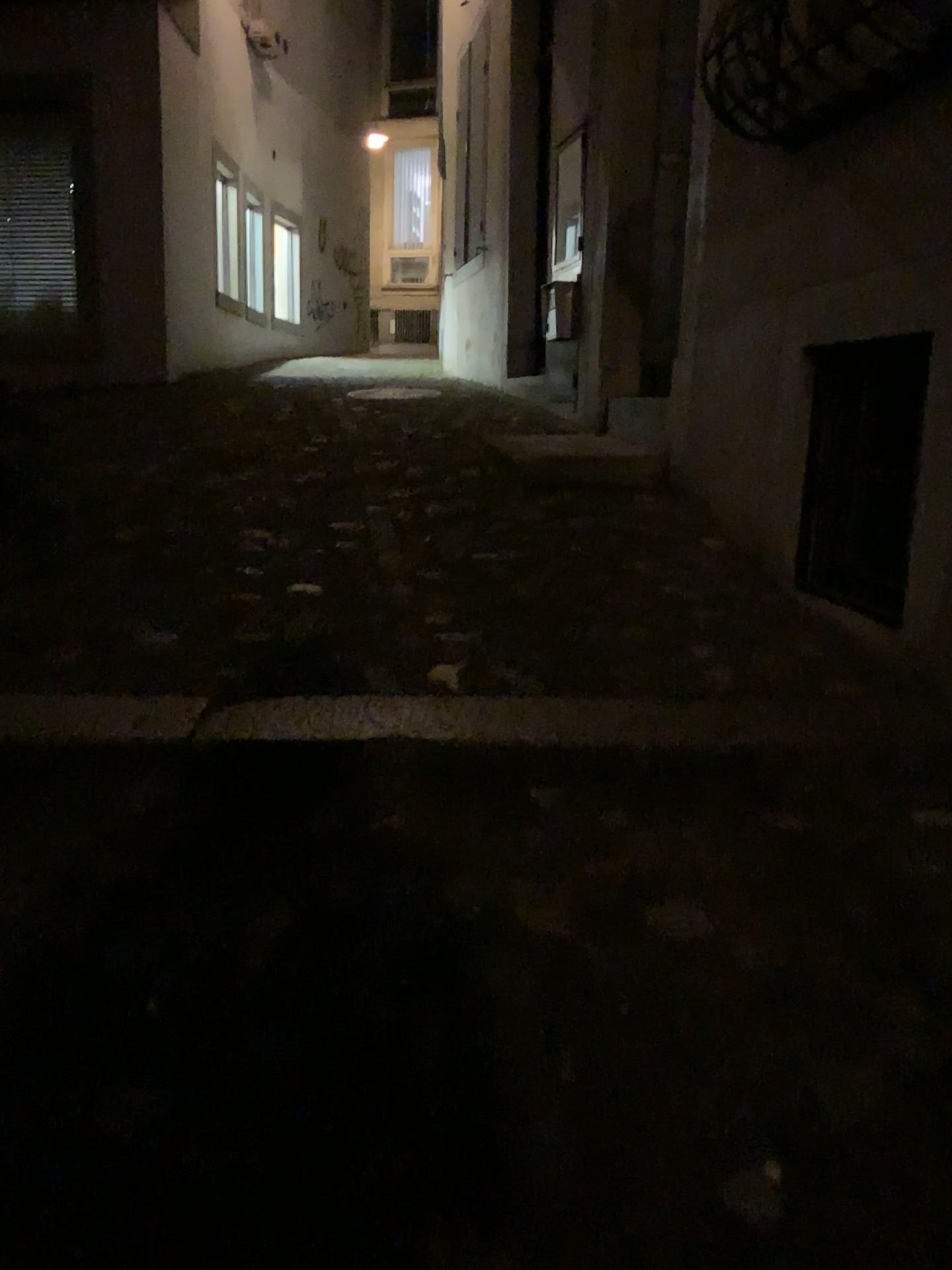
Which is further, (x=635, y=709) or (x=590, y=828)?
(x=635, y=709)
